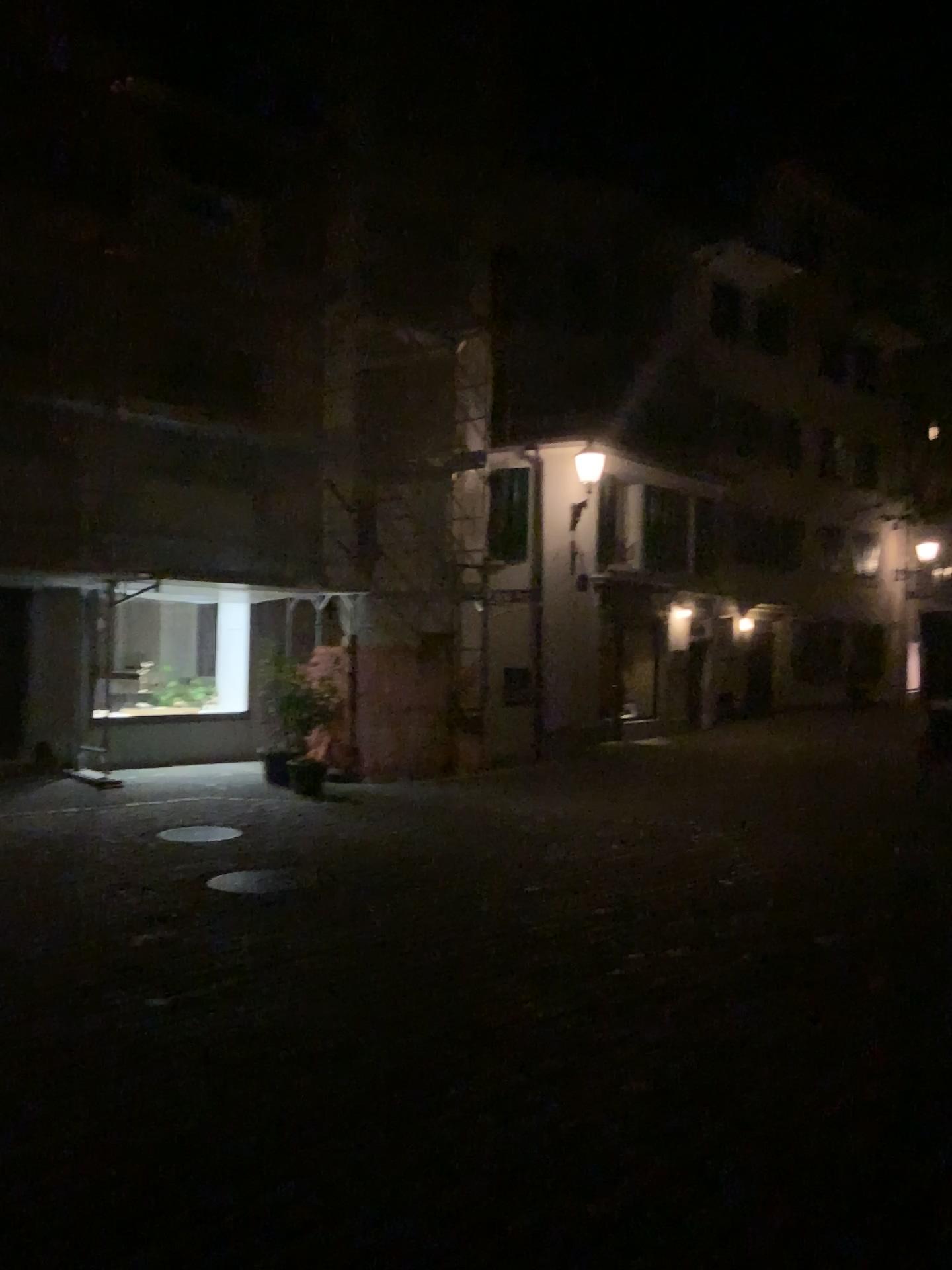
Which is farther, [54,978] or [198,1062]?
[54,978]
